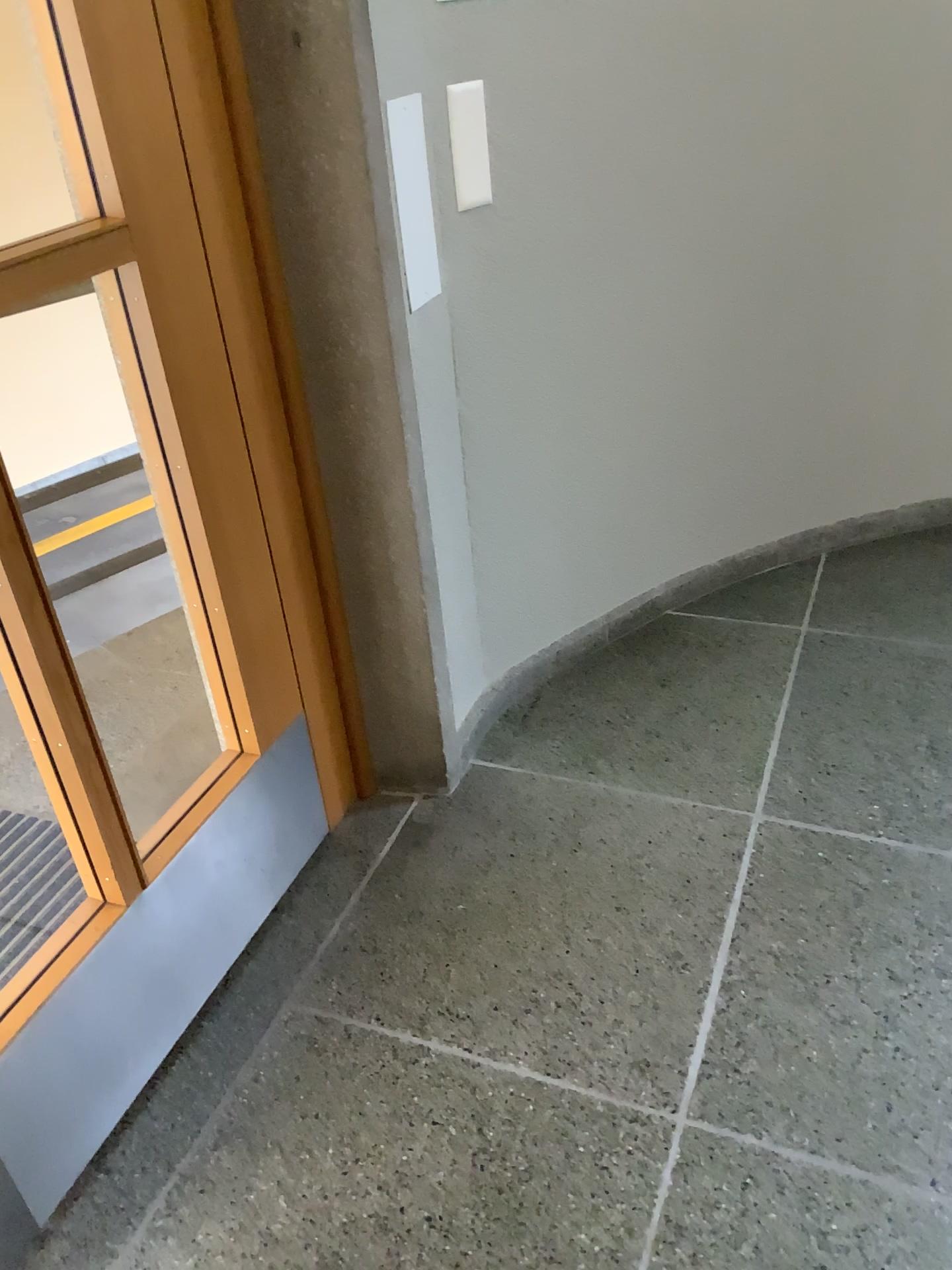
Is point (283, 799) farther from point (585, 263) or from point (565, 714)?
point (585, 263)

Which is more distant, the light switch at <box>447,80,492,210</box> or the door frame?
the light switch at <box>447,80,492,210</box>

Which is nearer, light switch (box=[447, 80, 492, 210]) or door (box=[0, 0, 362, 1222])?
door (box=[0, 0, 362, 1222])

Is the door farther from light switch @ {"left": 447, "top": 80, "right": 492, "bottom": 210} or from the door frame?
light switch @ {"left": 447, "top": 80, "right": 492, "bottom": 210}

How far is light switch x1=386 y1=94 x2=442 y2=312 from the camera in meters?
1.8

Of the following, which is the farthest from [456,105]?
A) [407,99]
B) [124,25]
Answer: [124,25]

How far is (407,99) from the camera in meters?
1.8

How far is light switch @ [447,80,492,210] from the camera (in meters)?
1.85

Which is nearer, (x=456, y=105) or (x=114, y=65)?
(x=114, y=65)

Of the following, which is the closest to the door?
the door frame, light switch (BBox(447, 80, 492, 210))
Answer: the door frame
